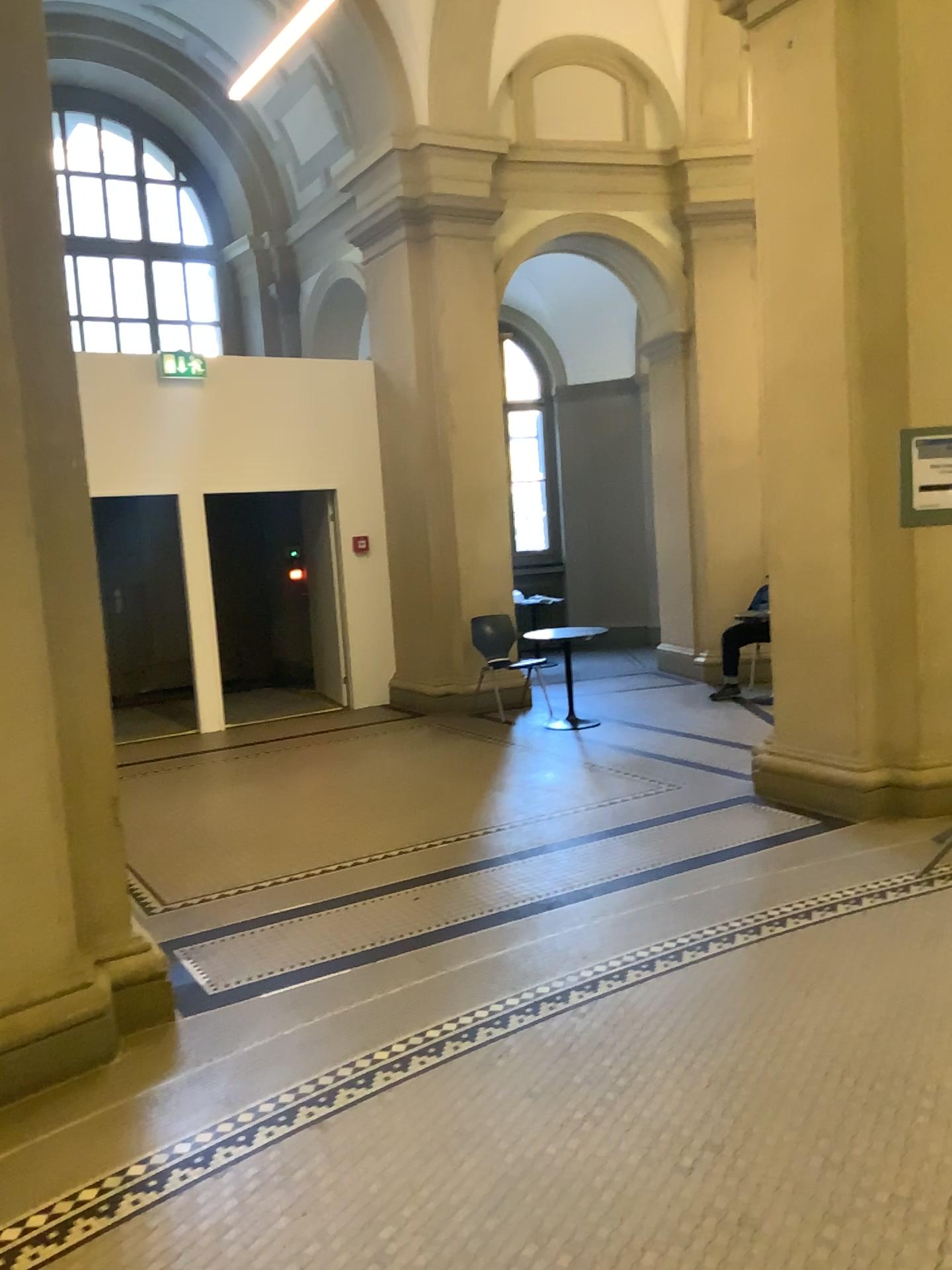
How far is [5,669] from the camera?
3.1 meters

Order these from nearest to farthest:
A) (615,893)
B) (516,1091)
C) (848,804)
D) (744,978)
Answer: (516,1091) < (744,978) < (615,893) < (848,804)

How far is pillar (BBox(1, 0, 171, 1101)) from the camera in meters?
3.1 m
